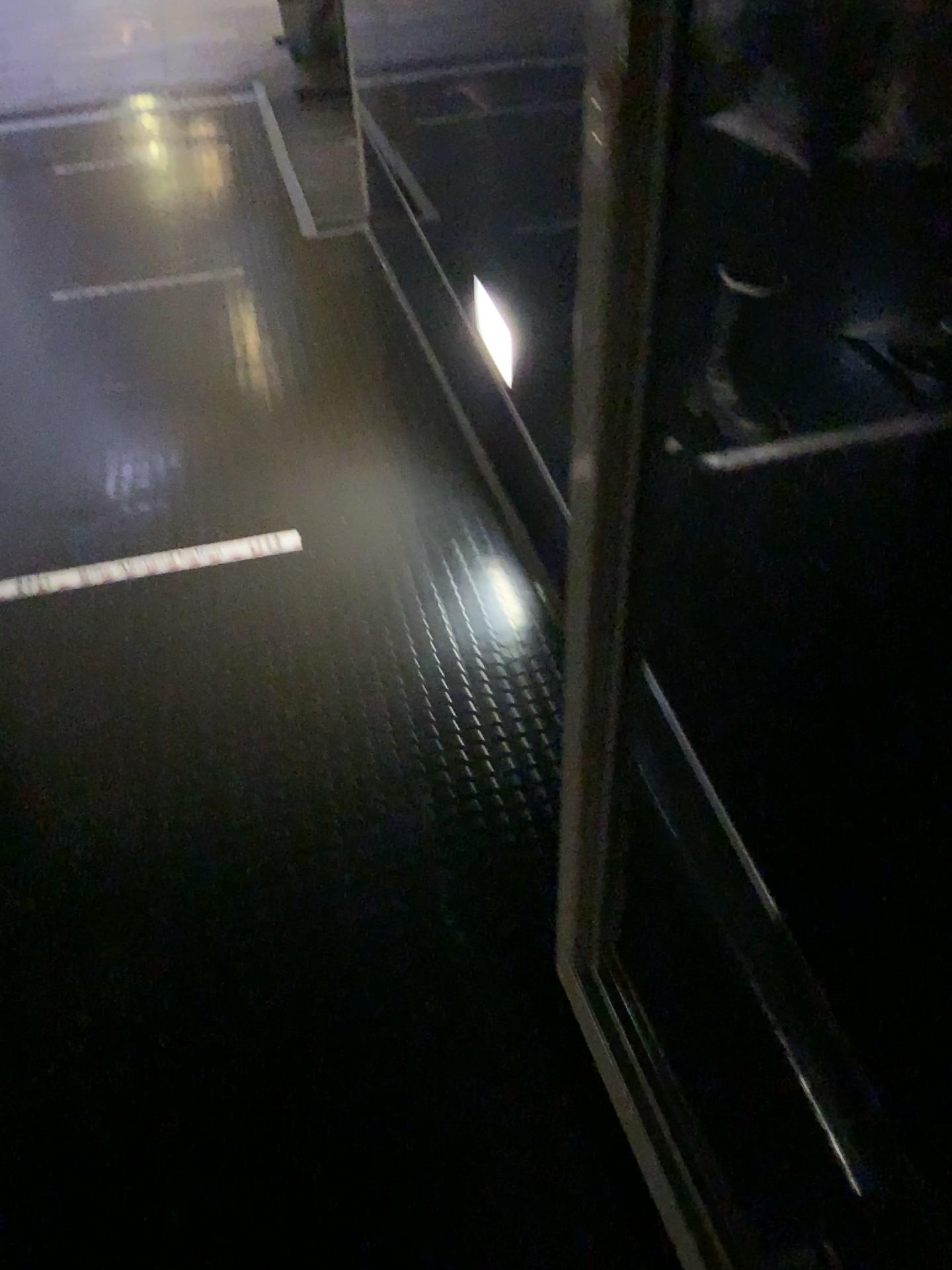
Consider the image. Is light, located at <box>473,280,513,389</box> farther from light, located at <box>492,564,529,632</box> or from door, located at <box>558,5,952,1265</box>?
door, located at <box>558,5,952,1265</box>

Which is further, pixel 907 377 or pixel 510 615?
pixel 510 615

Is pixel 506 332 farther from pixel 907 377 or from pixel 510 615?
pixel 907 377

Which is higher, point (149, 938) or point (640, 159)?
point (640, 159)

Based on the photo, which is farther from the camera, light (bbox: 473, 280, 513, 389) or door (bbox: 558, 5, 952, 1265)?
light (bbox: 473, 280, 513, 389)

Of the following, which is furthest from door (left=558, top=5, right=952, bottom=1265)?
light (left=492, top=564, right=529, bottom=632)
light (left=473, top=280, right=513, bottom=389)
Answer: light (left=473, top=280, right=513, bottom=389)

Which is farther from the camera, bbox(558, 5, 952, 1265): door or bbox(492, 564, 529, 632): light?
bbox(492, 564, 529, 632): light

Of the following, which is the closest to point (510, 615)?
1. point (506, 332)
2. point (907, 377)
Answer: point (506, 332)

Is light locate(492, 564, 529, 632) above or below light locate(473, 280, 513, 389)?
below
